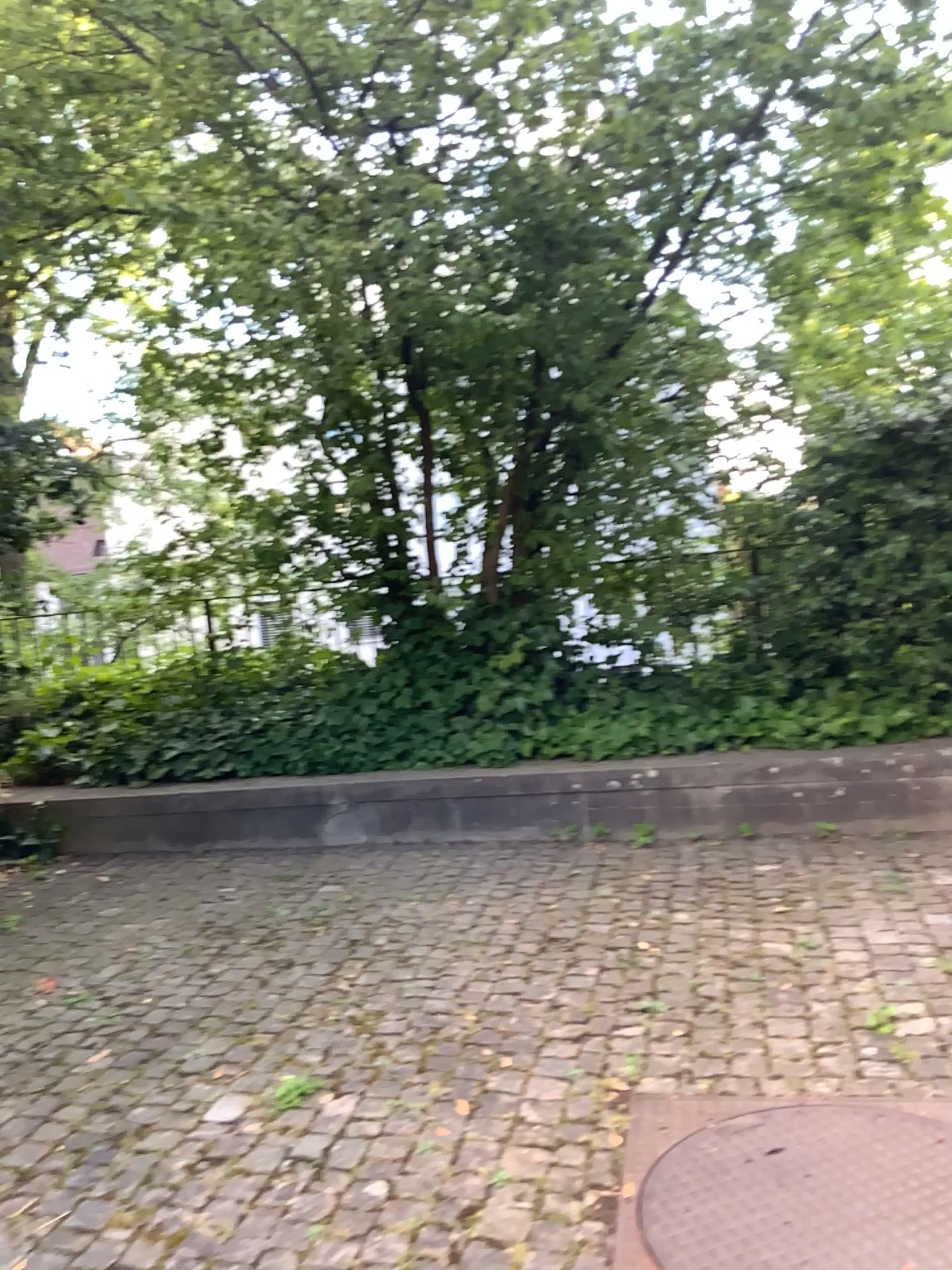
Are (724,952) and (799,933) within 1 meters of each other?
Answer: yes

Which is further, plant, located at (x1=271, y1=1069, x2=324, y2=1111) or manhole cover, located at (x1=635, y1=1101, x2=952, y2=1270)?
plant, located at (x1=271, y1=1069, x2=324, y2=1111)

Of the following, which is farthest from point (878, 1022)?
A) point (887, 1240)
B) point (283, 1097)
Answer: point (283, 1097)

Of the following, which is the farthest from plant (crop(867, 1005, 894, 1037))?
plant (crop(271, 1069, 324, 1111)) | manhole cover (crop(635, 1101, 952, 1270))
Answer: plant (crop(271, 1069, 324, 1111))

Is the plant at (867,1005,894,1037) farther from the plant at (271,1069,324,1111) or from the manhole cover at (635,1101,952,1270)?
the plant at (271,1069,324,1111)

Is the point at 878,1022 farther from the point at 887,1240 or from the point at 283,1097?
the point at 283,1097

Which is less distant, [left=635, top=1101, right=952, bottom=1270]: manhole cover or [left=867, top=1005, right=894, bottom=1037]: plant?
[left=635, top=1101, right=952, bottom=1270]: manhole cover

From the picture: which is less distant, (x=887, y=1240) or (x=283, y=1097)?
(x=887, y=1240)
